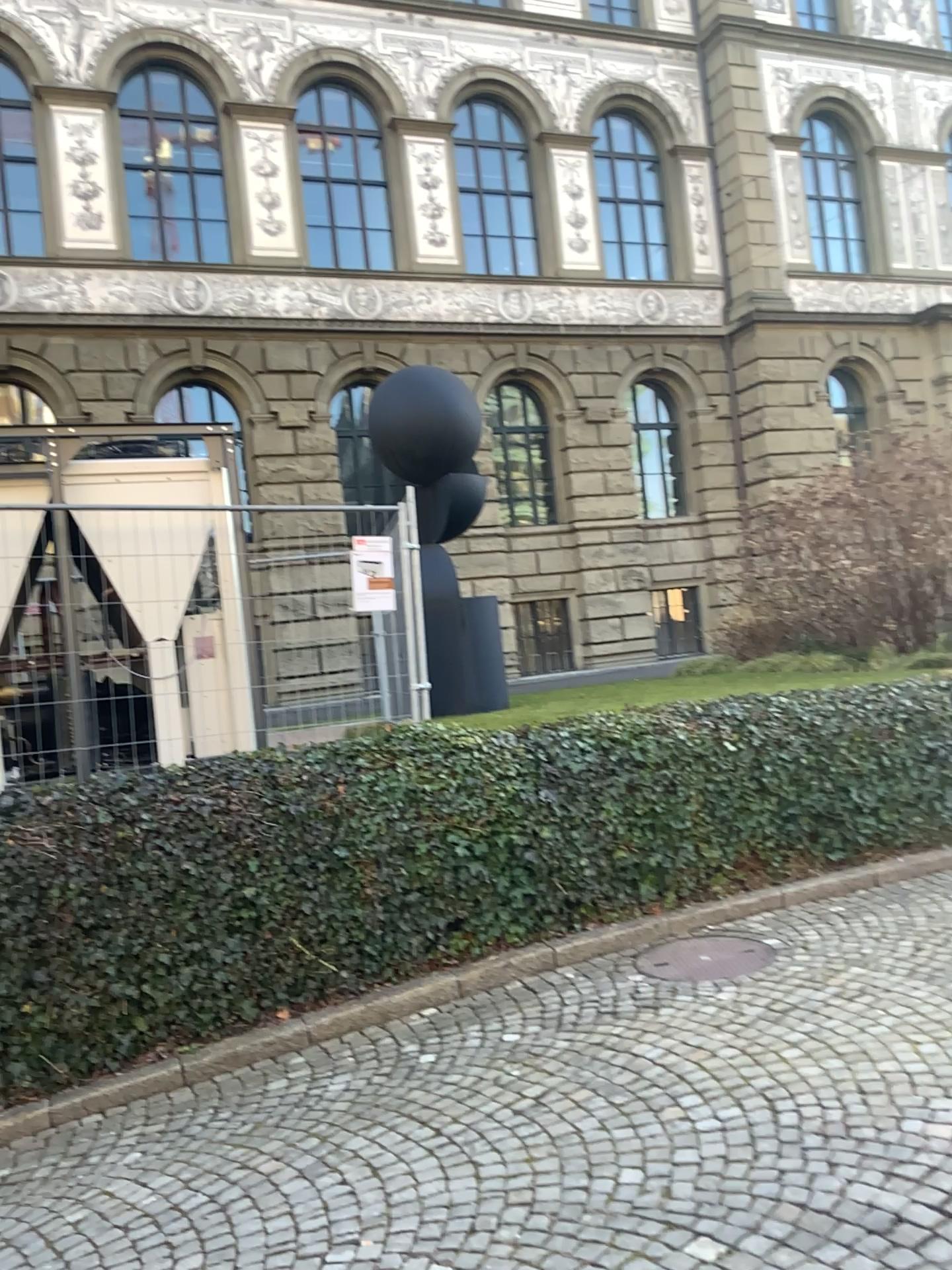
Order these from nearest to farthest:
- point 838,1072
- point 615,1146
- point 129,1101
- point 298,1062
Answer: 1. point 615,1146
2. point 838,1072
3. point 129,1101
4. point 298,1062
